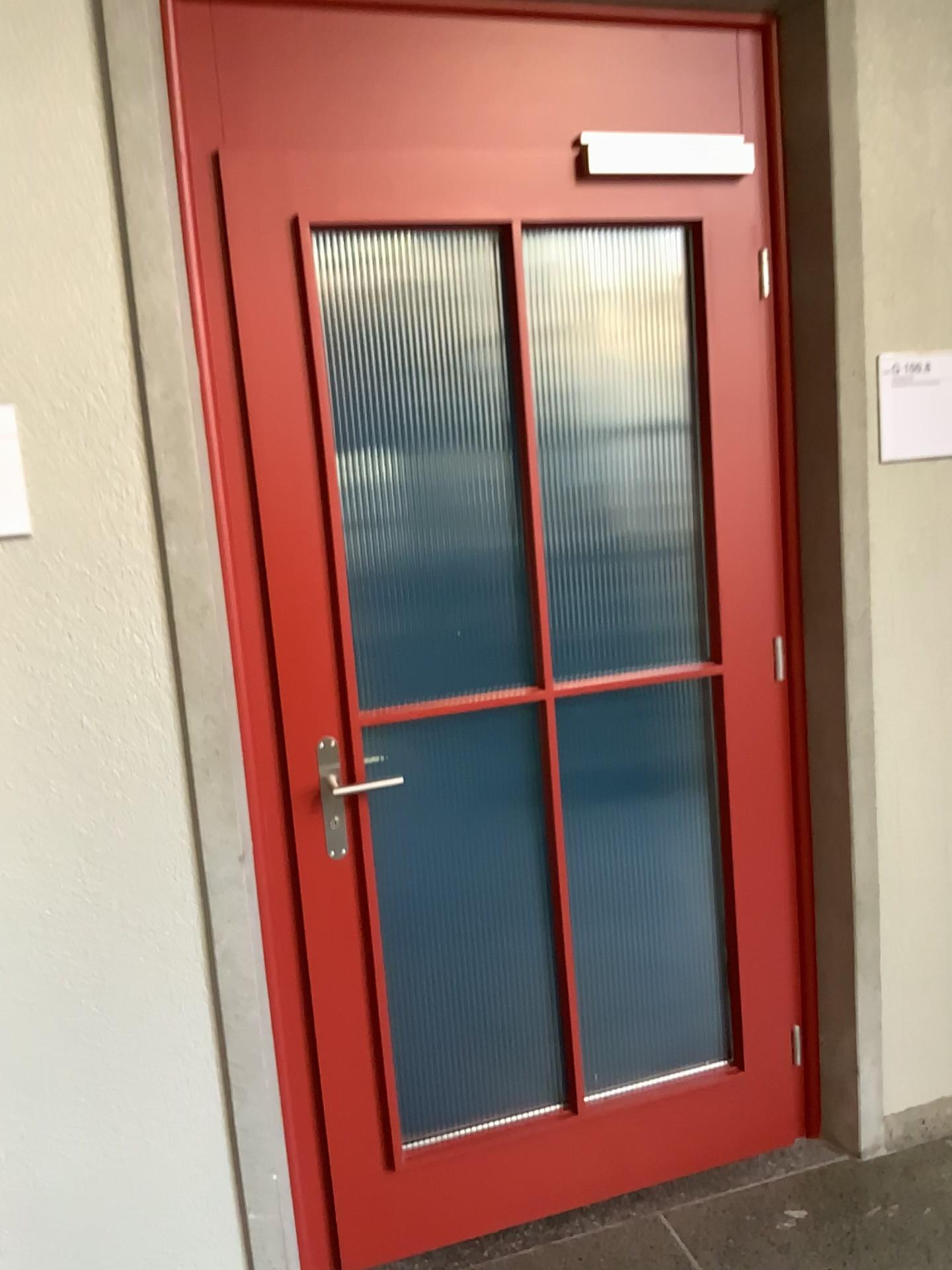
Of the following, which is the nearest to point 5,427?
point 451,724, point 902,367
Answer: point 451,724

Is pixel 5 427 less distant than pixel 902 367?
Yes

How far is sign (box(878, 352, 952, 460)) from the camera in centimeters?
217cm

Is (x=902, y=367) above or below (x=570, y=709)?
above

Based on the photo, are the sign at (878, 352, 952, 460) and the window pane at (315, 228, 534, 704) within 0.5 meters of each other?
no

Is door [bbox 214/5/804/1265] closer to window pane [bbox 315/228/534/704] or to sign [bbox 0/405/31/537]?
window pane [bbox 315/228/534/704]

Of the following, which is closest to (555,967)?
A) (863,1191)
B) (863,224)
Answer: (863,1191)

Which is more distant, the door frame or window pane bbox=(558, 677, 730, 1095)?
window pane bbox=(558, 677, 730, 1095)

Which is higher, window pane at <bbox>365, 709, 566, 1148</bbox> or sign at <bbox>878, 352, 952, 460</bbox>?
sign at <bbox>878, 352, 952, 460</bbox>

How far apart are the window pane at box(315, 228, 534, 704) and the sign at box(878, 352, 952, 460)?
0.8 meters
